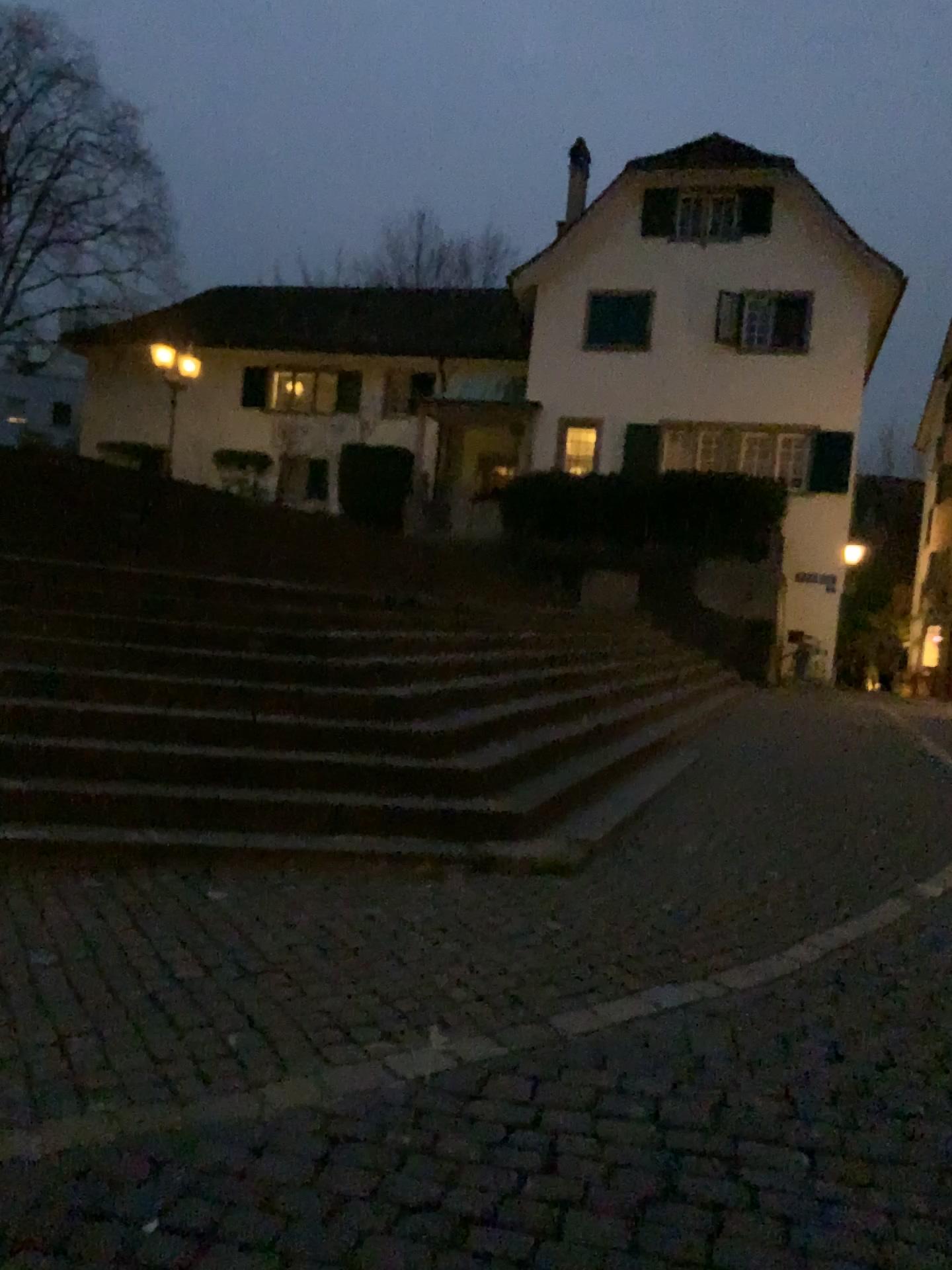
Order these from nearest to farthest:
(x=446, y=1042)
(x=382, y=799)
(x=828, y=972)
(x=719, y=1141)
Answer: (x=719, y=1141) < (x=446, y=1042) < (x=828, y=972) < (x=382, y=799)
